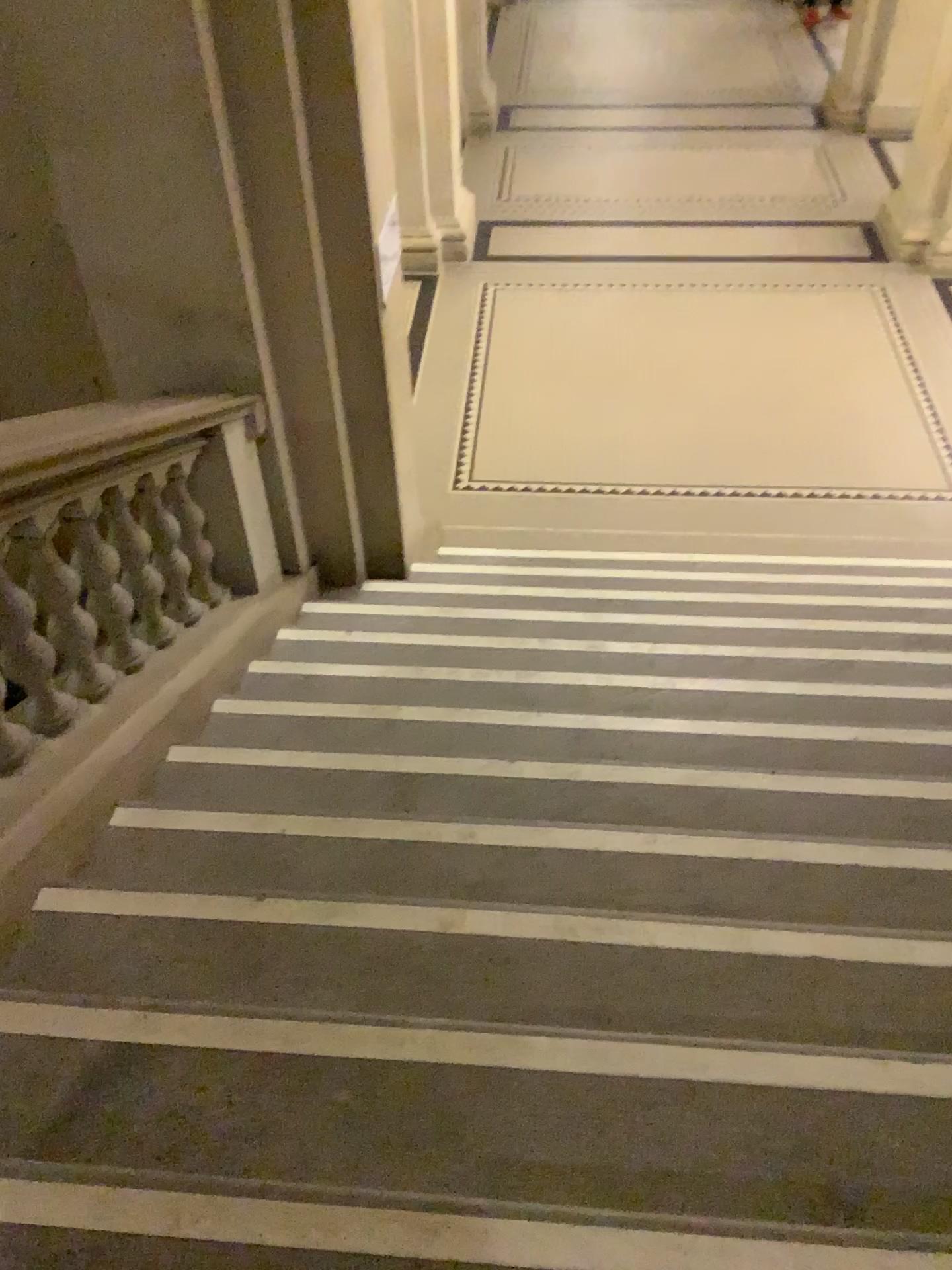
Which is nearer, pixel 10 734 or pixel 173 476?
pixel 10 734

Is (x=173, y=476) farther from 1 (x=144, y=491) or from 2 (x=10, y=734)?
2 (x=10, y=734)

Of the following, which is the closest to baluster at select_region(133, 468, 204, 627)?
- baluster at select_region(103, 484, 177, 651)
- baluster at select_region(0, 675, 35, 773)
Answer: baluster at select_region(103, 484, 177, 651)

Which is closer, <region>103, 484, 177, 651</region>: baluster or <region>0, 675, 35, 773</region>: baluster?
<region>0, 675, 35, 773</region>: baluster

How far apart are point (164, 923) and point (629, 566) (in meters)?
3.09

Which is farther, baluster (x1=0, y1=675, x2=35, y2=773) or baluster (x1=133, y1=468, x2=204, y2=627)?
baluster (x1=133, y1=468, x2=204, y2=627)

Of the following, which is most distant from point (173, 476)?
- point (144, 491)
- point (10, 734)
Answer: point (10, 734)

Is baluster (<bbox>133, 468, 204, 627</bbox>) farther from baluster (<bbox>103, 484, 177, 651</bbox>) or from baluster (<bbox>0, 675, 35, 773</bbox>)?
baluster (<bbox>0, 675, 35, 773</bbox>)
